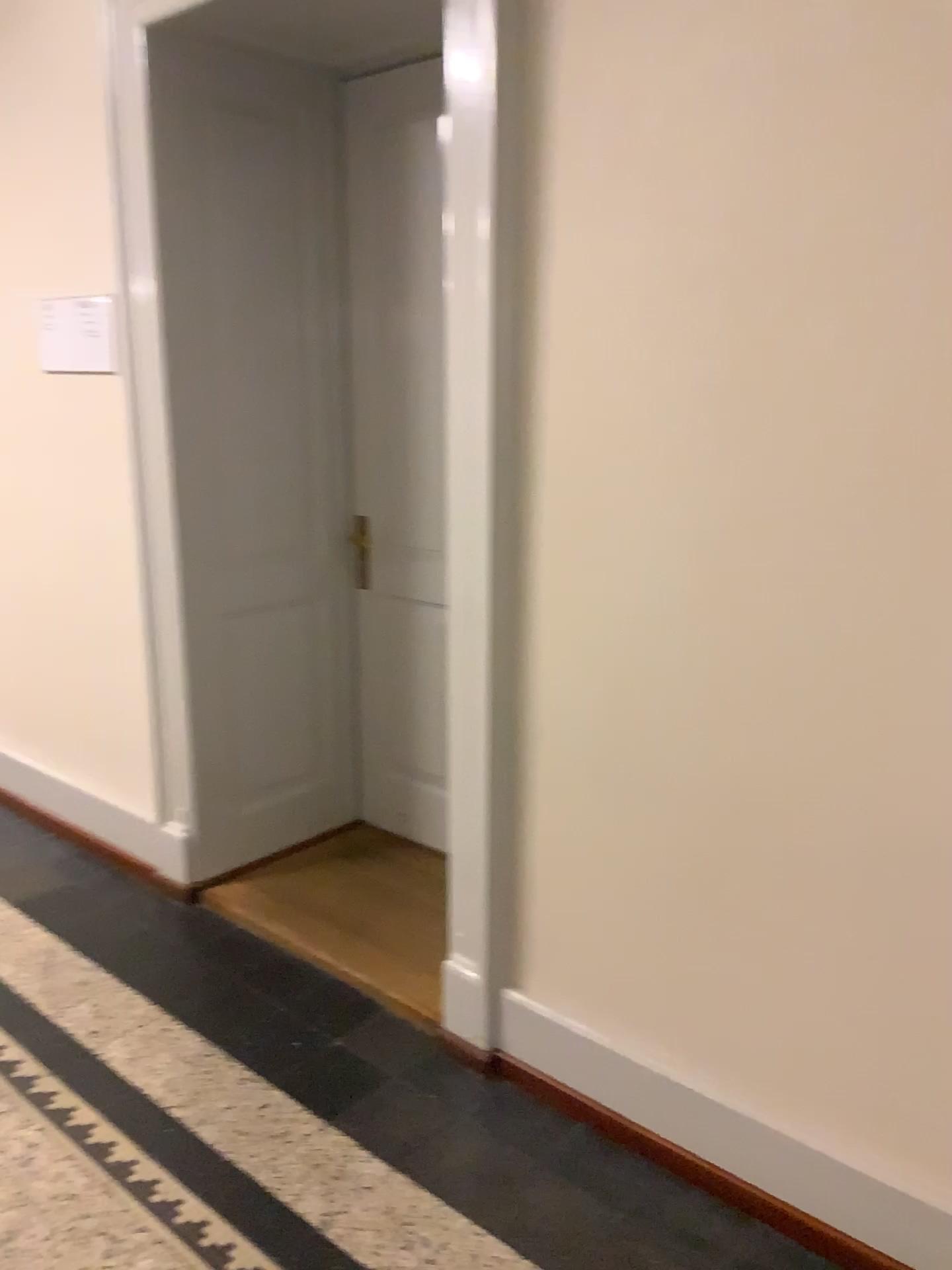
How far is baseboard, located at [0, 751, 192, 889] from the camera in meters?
3.1 m

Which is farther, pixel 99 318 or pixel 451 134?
pixel 99 318

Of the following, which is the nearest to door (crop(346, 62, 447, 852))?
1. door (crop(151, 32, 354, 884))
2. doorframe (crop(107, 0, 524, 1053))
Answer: door (crop(151, 32, 354, 884))

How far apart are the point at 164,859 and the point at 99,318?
1.60m

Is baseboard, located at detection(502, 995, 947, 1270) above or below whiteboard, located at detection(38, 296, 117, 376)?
below

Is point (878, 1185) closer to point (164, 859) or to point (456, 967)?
point (456, 967)

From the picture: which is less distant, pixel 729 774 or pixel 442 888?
pixel 729 774

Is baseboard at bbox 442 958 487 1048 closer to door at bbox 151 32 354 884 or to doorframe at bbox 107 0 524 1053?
doorframe at bbox 107 0 524 1053

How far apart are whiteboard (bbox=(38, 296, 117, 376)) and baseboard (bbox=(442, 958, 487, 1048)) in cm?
201

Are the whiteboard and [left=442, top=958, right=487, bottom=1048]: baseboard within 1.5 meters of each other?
no
